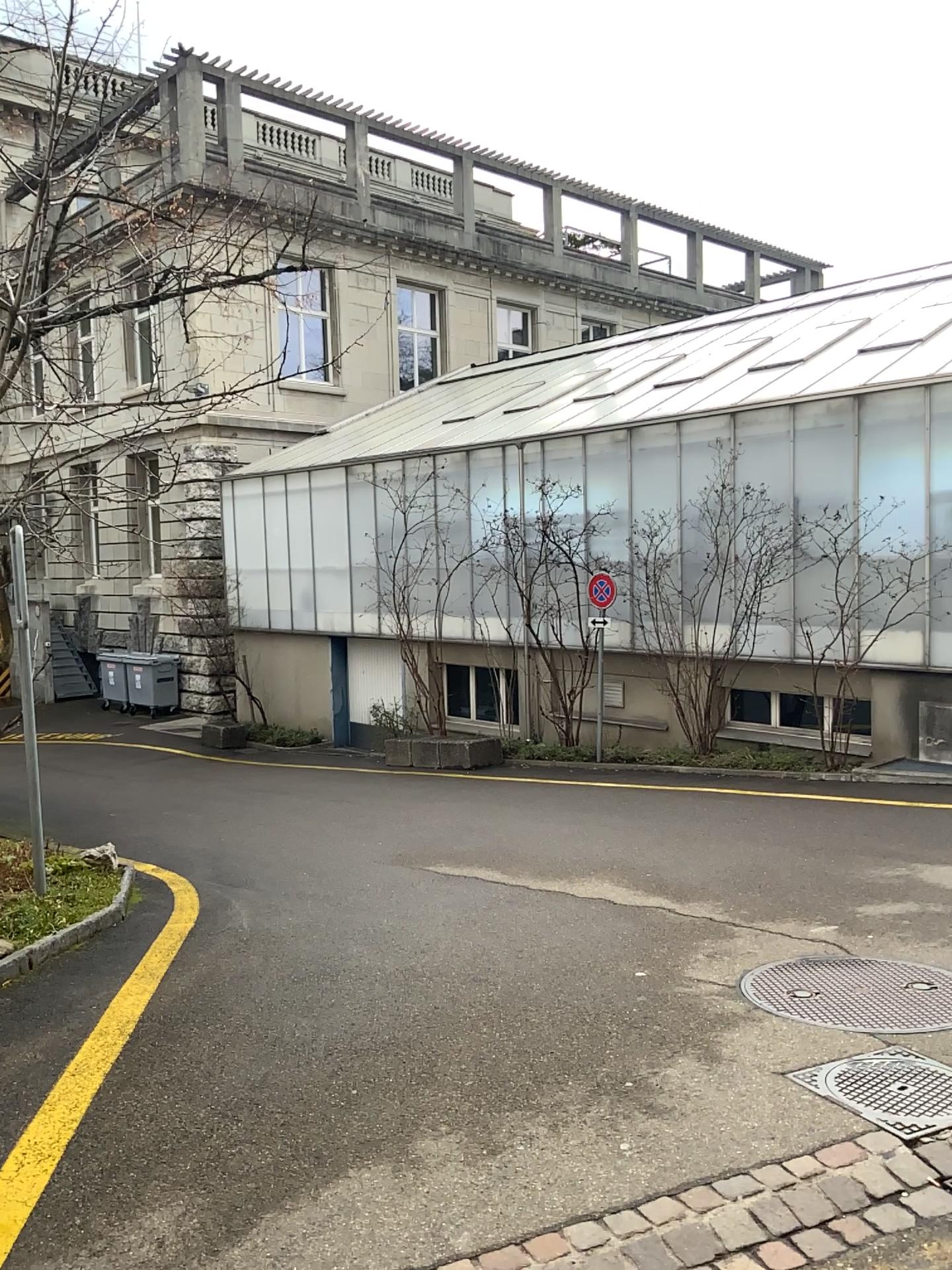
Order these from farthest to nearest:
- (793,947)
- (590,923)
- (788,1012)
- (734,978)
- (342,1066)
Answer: (590,923) < (793,947) < (734,978) < (788,1012) < (342,1066)

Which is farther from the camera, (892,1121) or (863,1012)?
(863,1012)

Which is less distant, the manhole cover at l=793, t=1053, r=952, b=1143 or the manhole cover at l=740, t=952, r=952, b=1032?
the manhole cover at l=793, t=1053, r=952, b=1143
